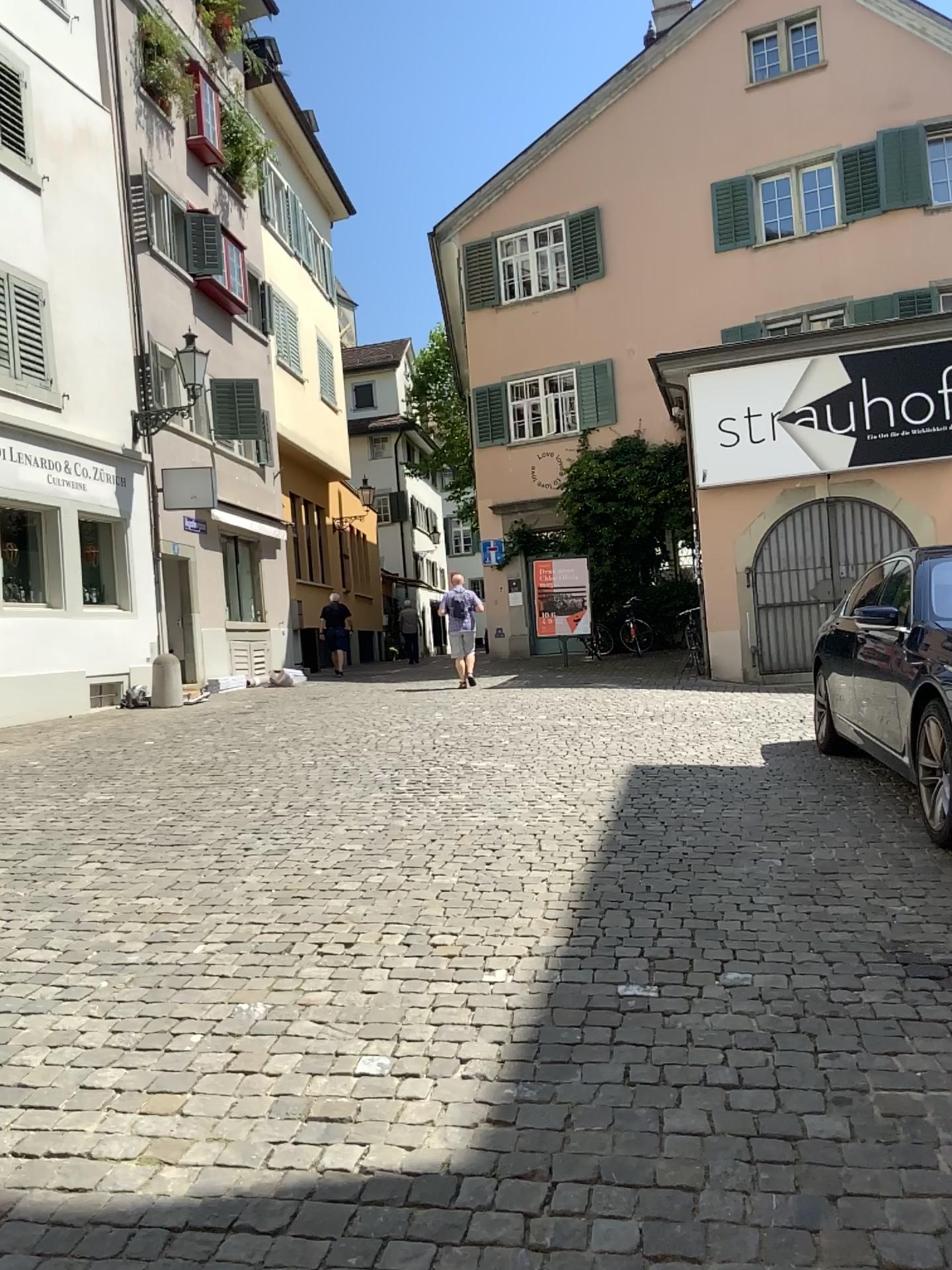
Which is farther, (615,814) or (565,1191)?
(615,814)
